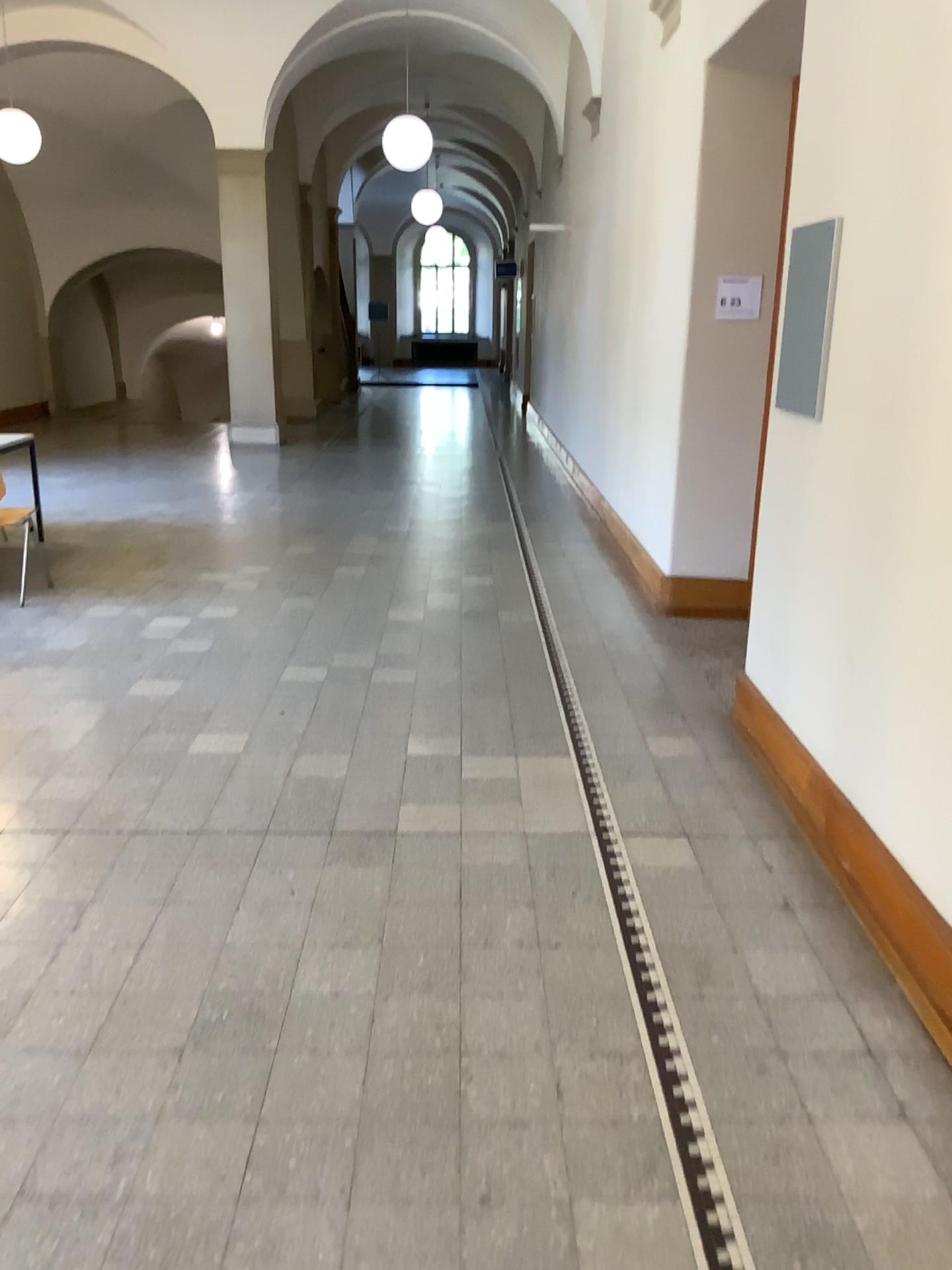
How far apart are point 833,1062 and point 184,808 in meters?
2.1
